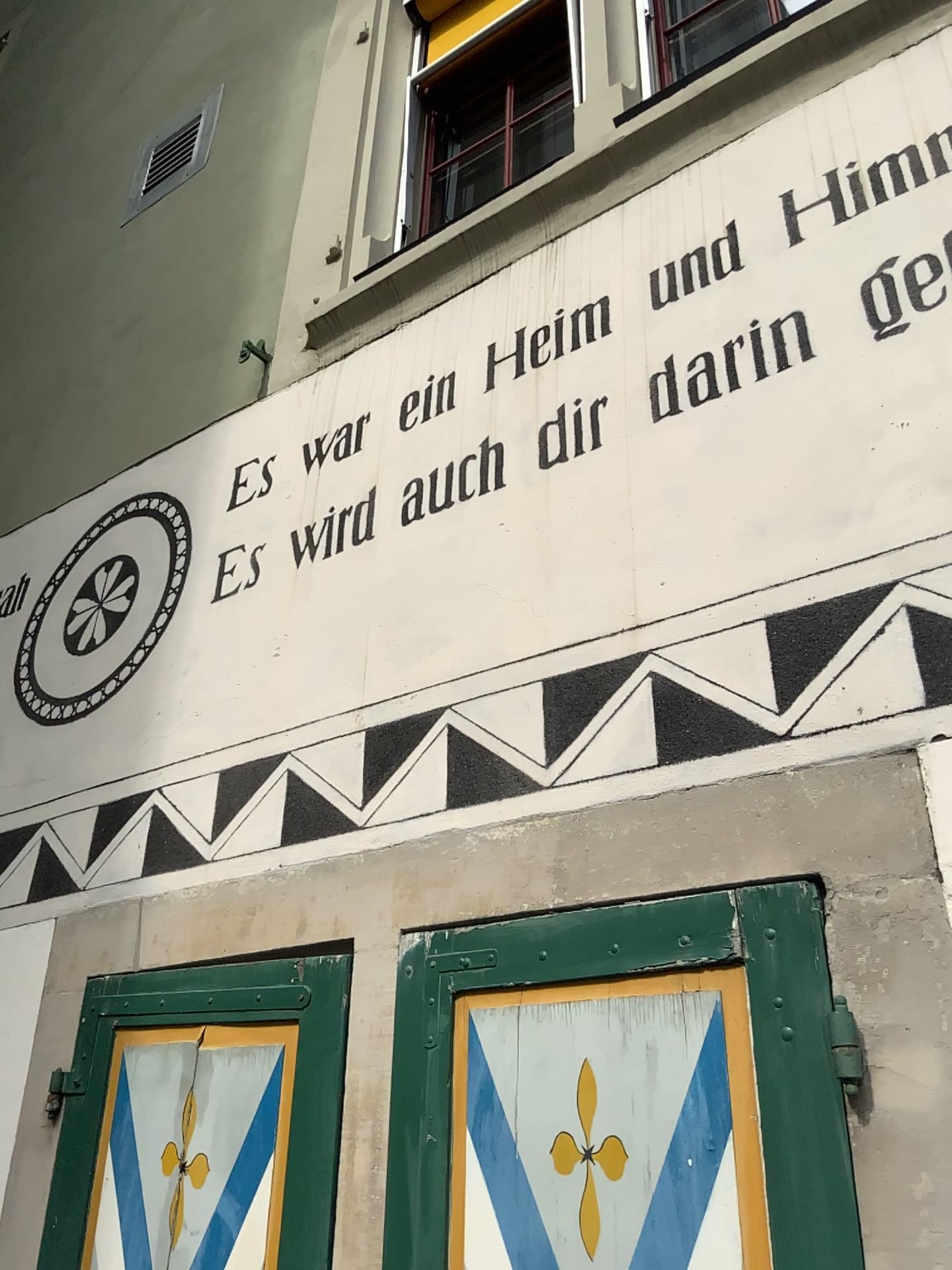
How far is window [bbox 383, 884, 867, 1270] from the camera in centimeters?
132cm

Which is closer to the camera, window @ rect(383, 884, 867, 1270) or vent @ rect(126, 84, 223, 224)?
window @ rect(383, 884, 867, 1270)

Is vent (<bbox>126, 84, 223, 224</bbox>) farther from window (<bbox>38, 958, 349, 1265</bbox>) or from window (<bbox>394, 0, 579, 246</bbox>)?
window (<bbox>38, 958, 349, 1265</bbox>)

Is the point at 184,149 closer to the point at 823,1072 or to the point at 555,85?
the point at 555,85

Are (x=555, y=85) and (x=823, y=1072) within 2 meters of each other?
no

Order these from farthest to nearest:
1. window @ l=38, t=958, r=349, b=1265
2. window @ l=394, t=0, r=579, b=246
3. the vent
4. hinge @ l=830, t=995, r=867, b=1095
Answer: the vent, window @ l=394, t=0, r=579, b=246, window @ l=38, t=958, r=349, b=1265, hinge @ l=830, t=995, r=867, b=1095

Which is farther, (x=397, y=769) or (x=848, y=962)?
(x=397, y=769)

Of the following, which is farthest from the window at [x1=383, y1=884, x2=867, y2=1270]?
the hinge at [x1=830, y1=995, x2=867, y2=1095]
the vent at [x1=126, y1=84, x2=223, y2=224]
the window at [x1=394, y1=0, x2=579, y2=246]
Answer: the vent at [x1=126, y1=84, x2=223, y2=224]

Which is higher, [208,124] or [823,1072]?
[208,124]

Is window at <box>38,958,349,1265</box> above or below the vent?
below
